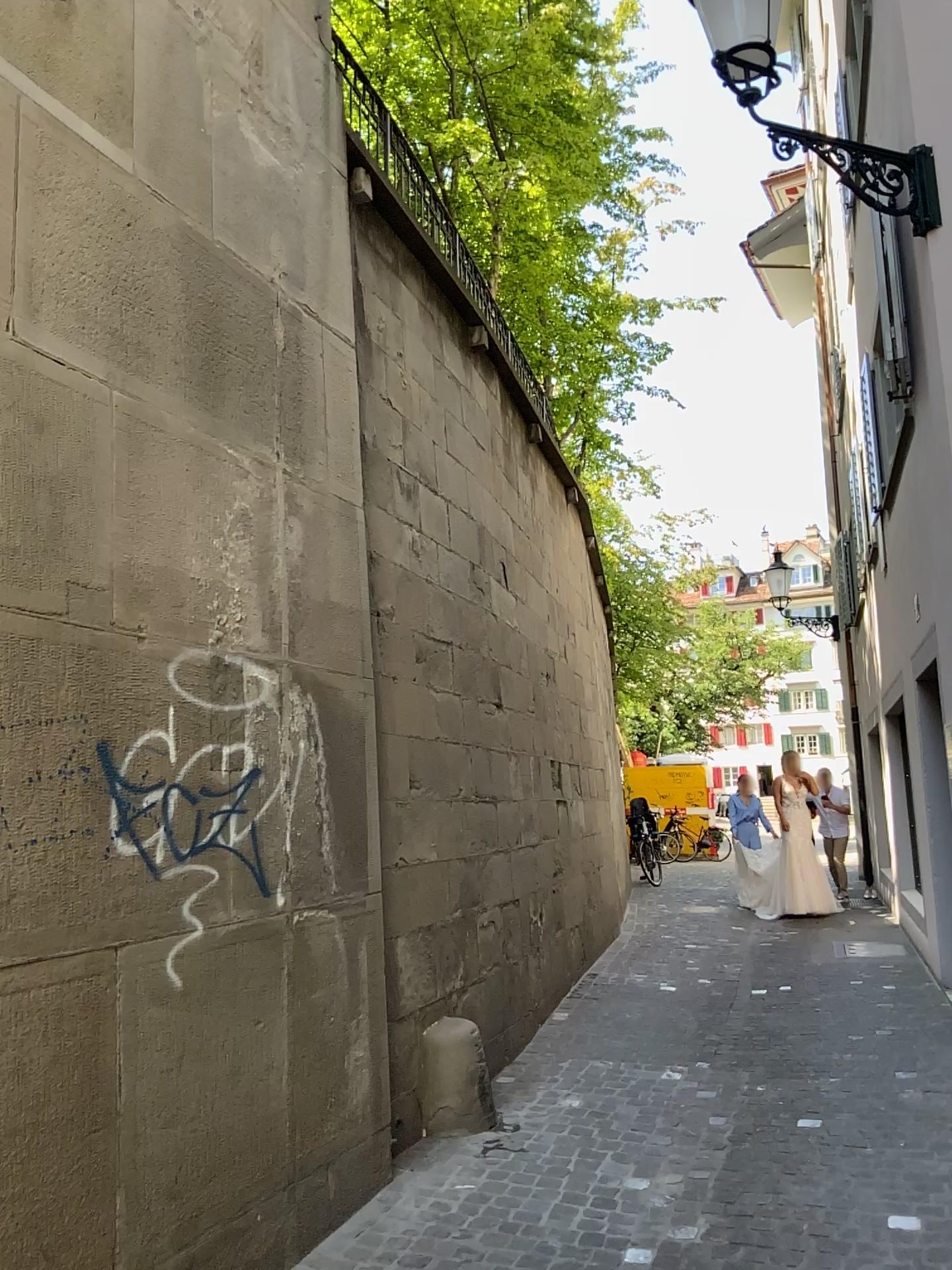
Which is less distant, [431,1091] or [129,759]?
[129,759]

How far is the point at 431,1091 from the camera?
4.78m

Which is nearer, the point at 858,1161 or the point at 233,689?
the point at 233,689

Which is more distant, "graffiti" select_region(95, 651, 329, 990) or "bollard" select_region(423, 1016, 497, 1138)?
"bollard" select_region(423, 1016, 497, 1138)

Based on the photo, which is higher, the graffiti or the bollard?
the graffiti

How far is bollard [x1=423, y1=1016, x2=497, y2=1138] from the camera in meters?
4.8

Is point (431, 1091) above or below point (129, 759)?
below
